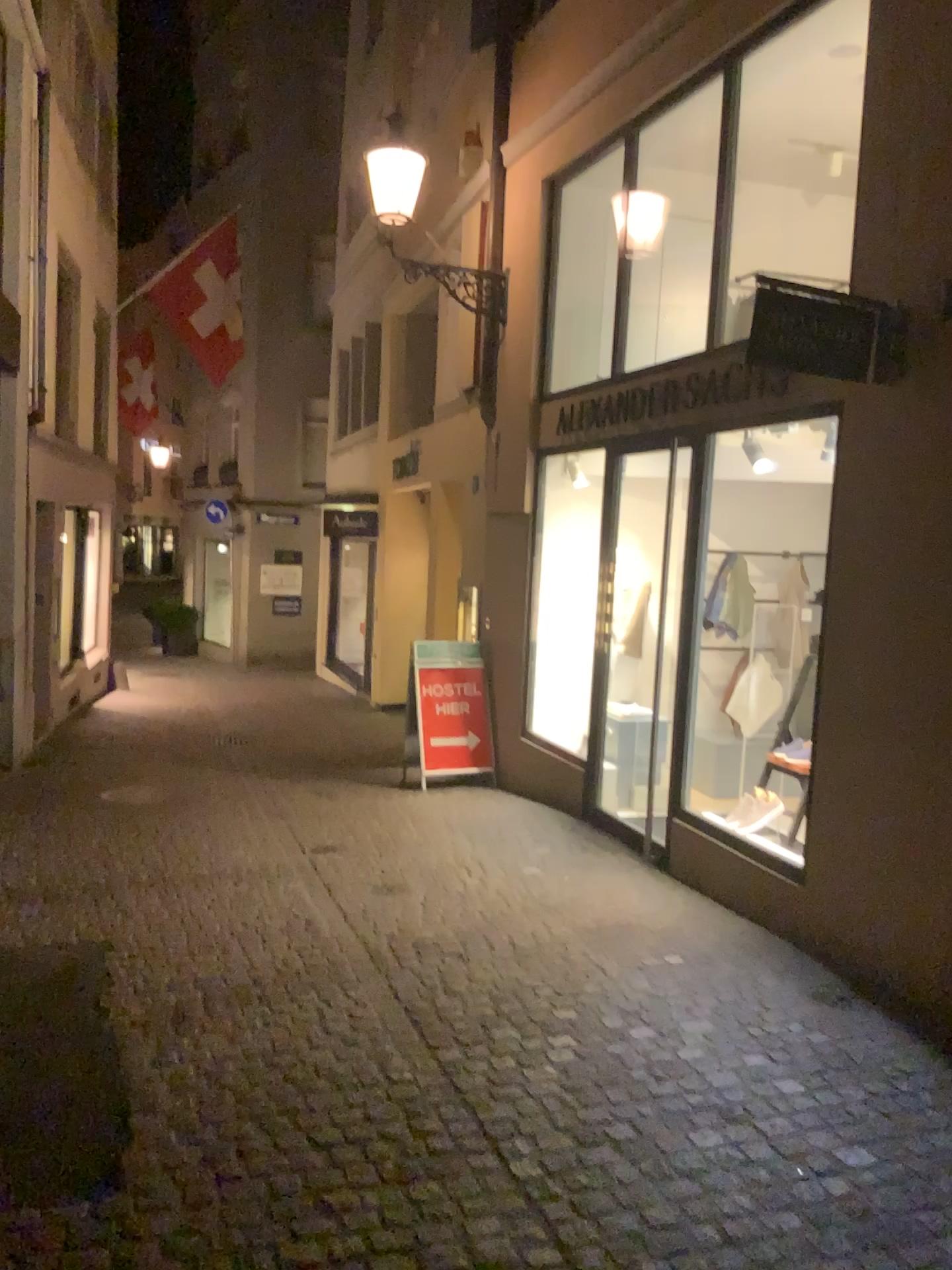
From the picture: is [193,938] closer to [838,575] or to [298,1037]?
[298,1037]
